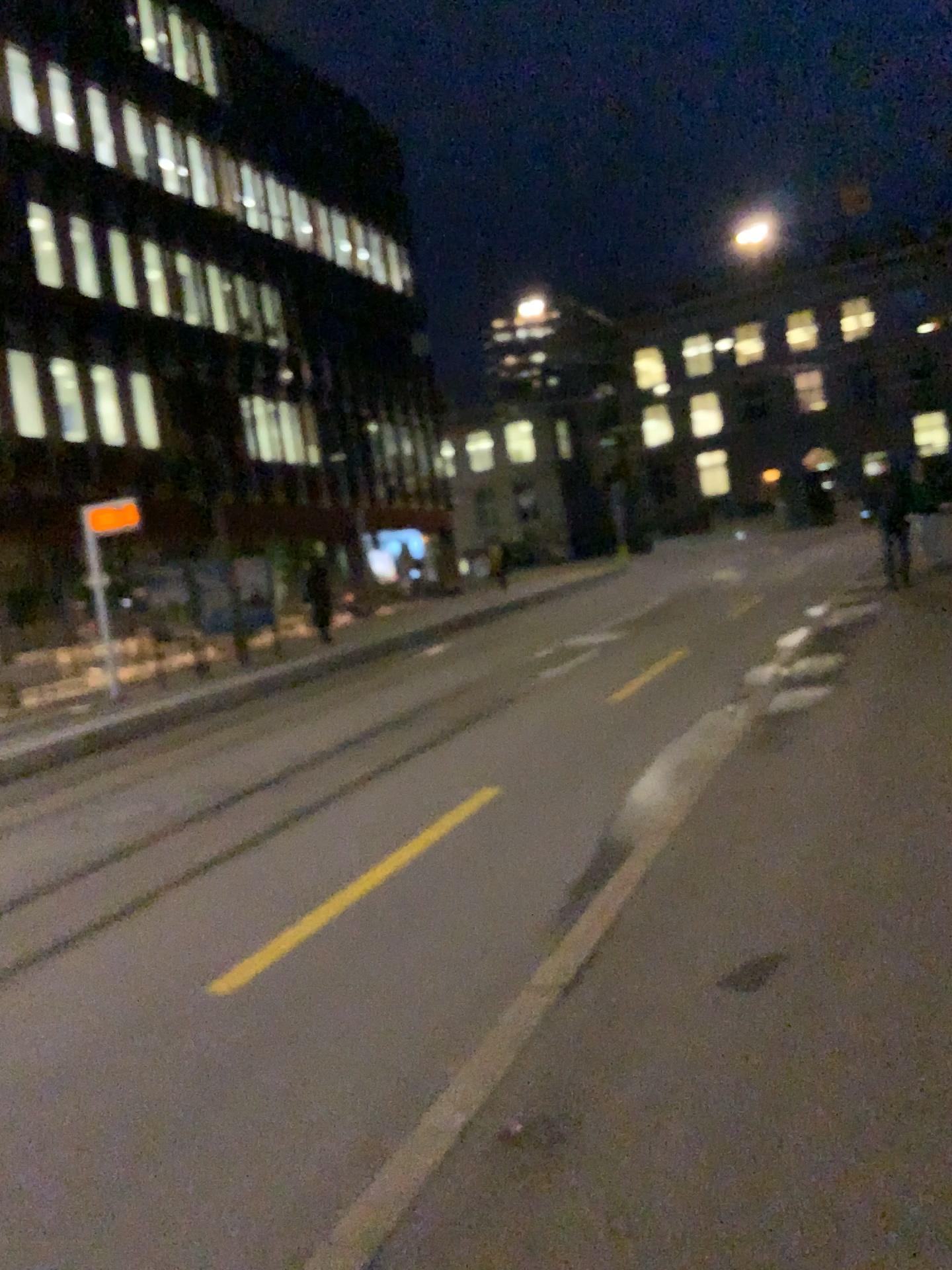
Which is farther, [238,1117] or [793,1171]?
[238,1117]
